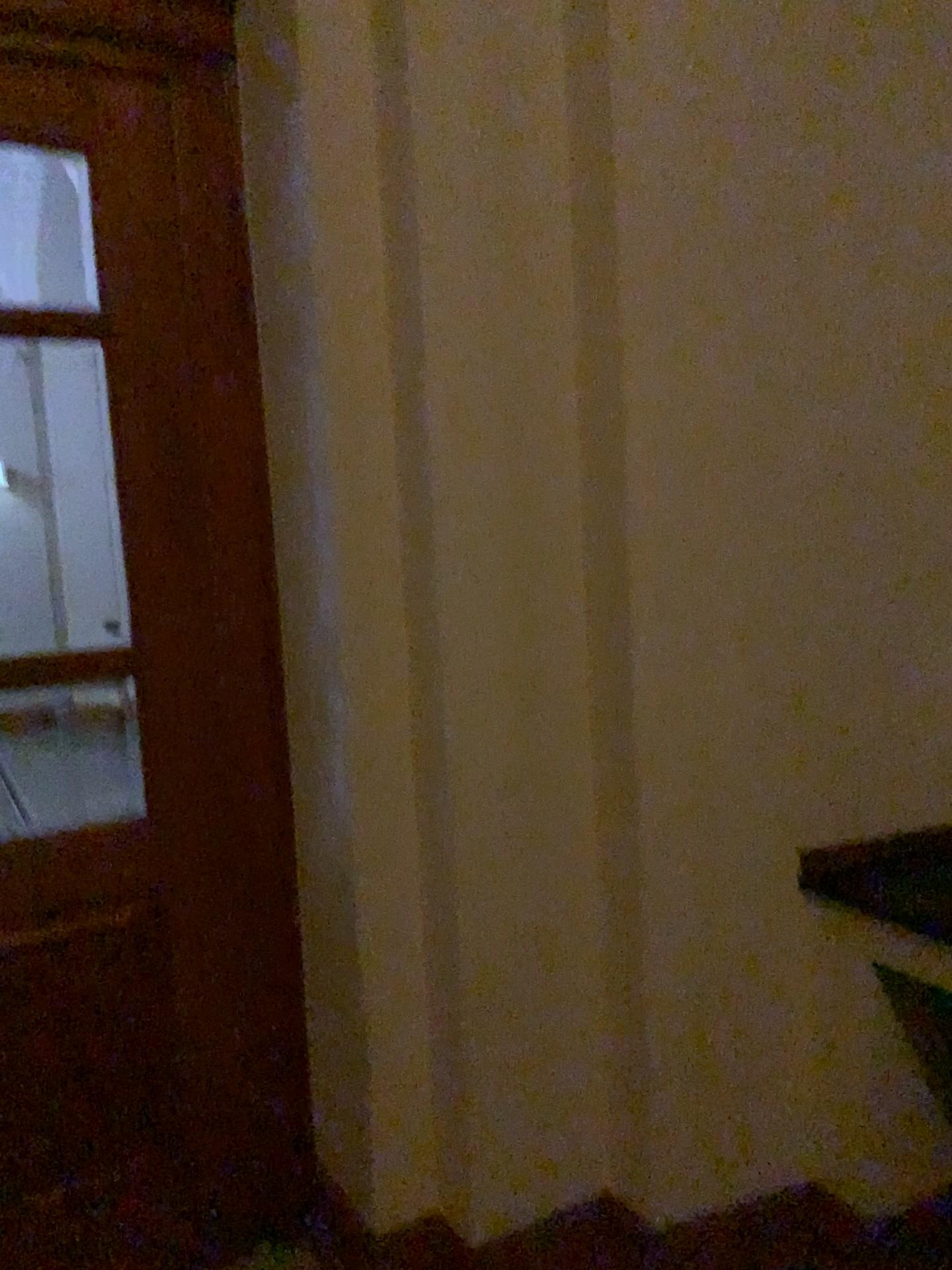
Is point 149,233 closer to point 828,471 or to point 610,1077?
point 828,471

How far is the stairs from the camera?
2.2 meters

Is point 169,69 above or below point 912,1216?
above

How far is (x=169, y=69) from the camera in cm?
220

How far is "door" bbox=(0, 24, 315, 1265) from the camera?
2.20m

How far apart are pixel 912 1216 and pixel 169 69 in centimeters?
283cm
